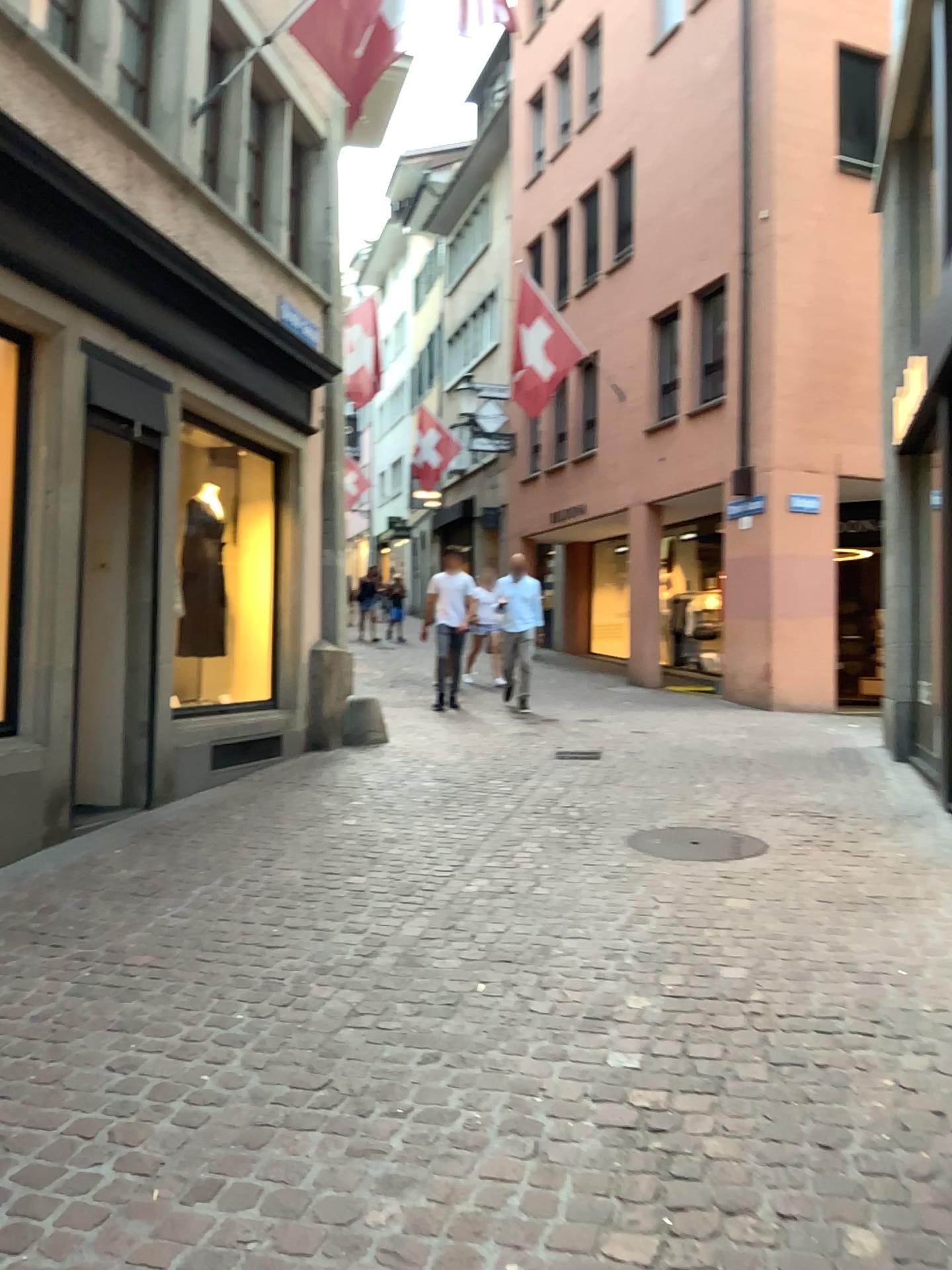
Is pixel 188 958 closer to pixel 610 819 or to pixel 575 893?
pixel 575 893

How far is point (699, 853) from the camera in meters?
5.1

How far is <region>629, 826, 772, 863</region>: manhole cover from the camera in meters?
5.1

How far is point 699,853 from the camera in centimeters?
512cm

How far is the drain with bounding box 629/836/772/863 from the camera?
5.1 meters
